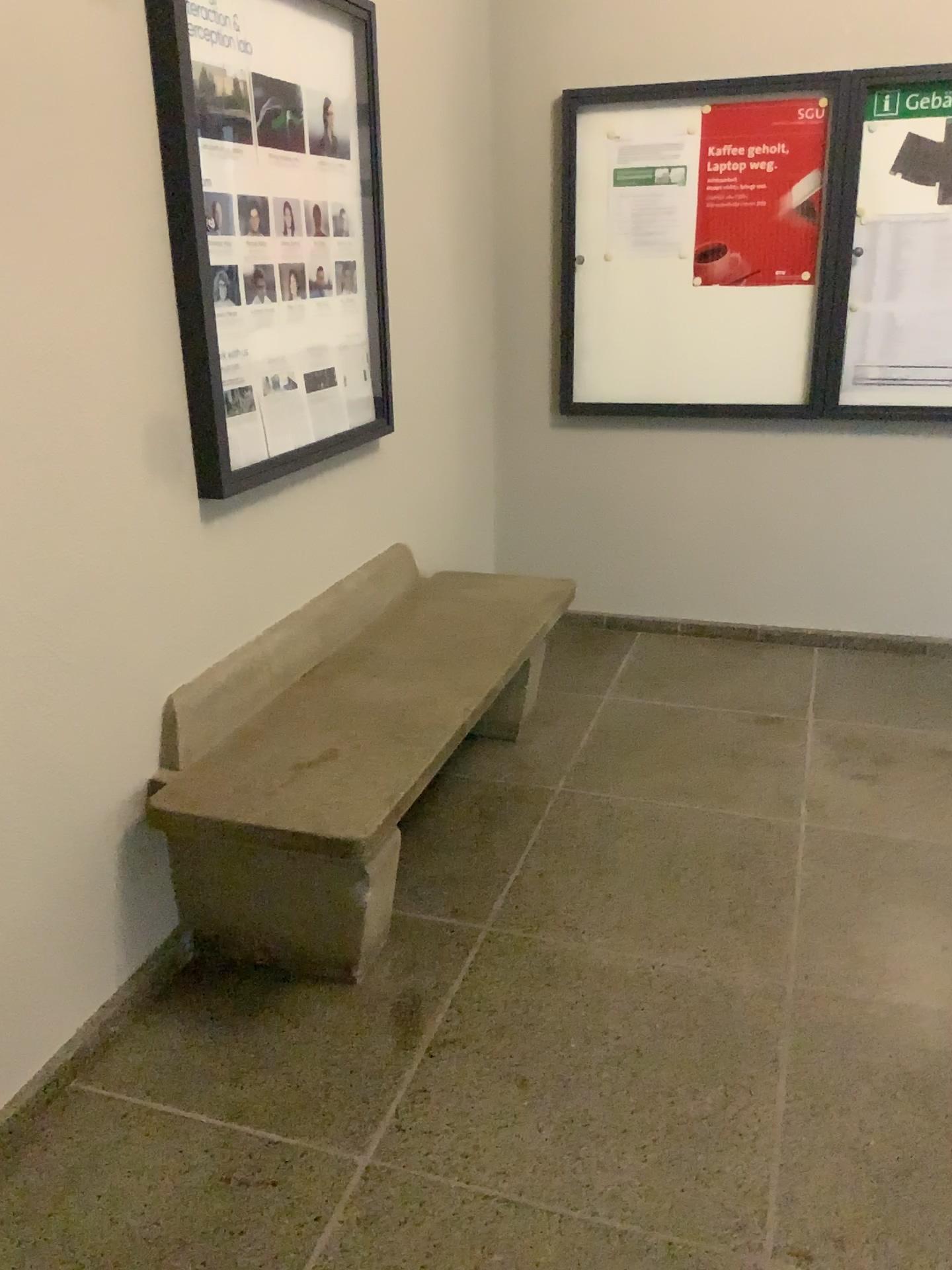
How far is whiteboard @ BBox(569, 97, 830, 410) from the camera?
3.7m

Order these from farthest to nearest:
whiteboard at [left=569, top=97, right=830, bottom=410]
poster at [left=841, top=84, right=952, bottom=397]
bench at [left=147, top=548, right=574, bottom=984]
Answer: whiteboard at [left=569, top=97, right=830, bottom=410], poster at [left=841, top=84, right=952, bottom=397], bench at [left=147, top=548, right=574, bottom=984]

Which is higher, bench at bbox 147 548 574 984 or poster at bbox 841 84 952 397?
poster at bbox 841 84 952 397

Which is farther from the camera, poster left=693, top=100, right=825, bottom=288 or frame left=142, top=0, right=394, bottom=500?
poster left=693, top=100, right=825, bottom=288

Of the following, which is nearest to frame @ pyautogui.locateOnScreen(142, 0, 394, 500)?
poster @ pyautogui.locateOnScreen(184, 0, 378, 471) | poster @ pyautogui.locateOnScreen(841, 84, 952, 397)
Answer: poster @ pyautogui.locateOnScreen(184, 0, 378, 471)

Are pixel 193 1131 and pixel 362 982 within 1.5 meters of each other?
yes

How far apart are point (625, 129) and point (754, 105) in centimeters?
44cm

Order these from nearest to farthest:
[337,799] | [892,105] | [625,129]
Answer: [337,799], [892,105], [625,129]

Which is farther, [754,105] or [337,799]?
[754,105]

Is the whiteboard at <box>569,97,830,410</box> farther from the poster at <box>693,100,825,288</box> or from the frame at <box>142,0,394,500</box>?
the frame at <box>142,0,394,500</box>
